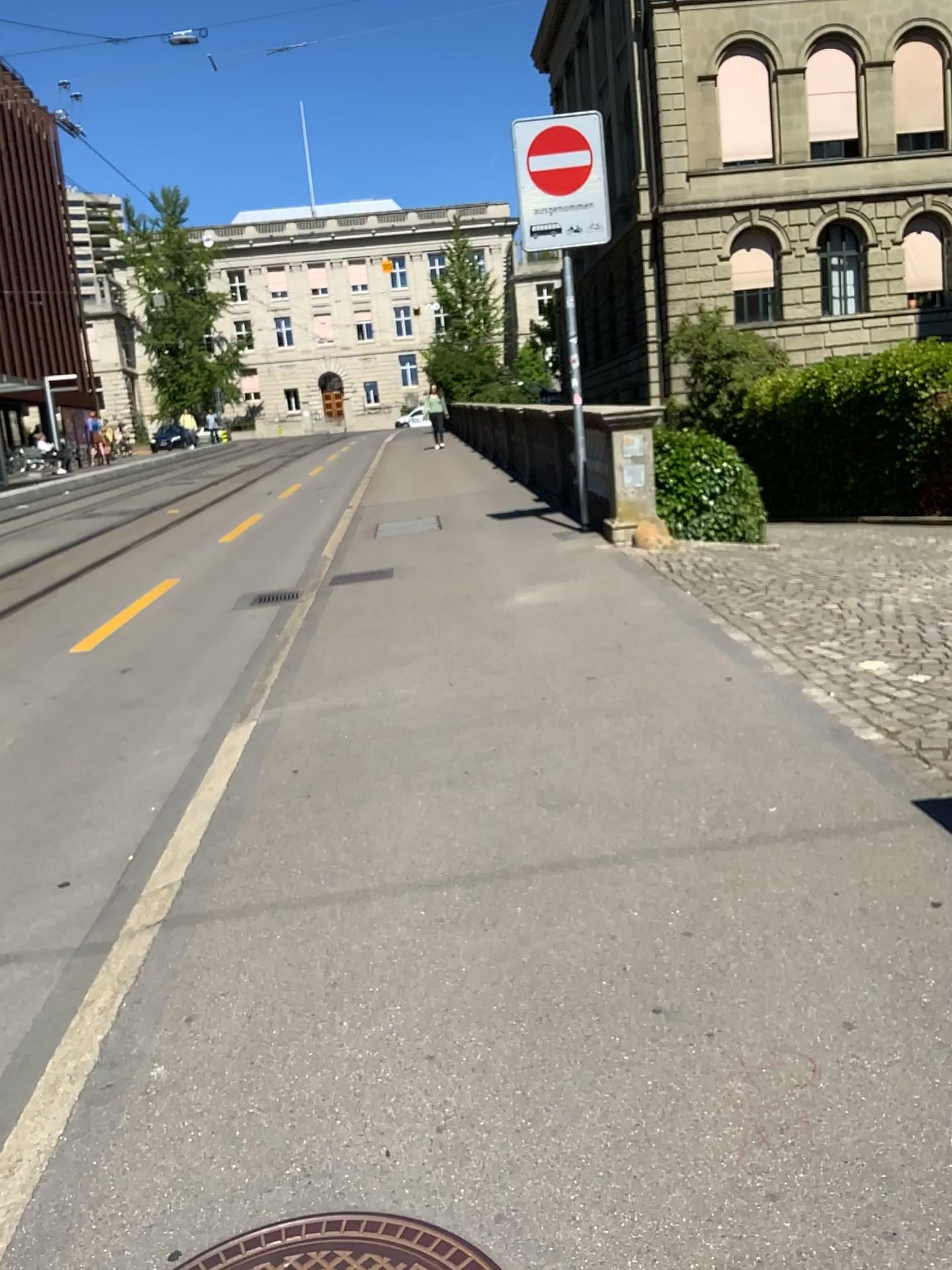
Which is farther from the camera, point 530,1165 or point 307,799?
point 307,799

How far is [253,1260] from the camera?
1.7m

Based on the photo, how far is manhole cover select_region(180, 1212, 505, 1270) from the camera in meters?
1.7 m
